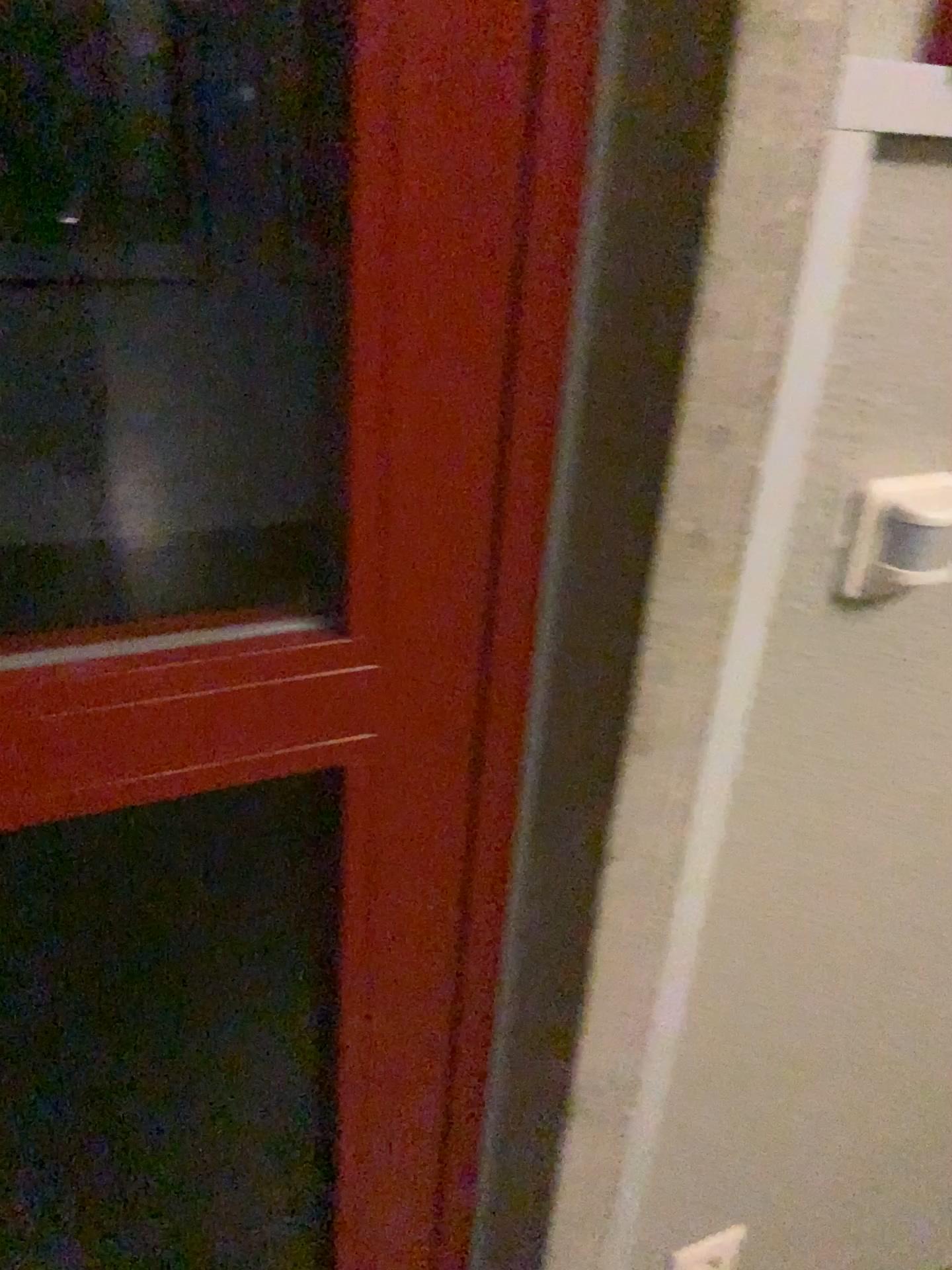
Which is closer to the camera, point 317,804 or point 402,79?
point 402,79

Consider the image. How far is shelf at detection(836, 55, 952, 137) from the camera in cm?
54

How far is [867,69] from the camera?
0.5m
